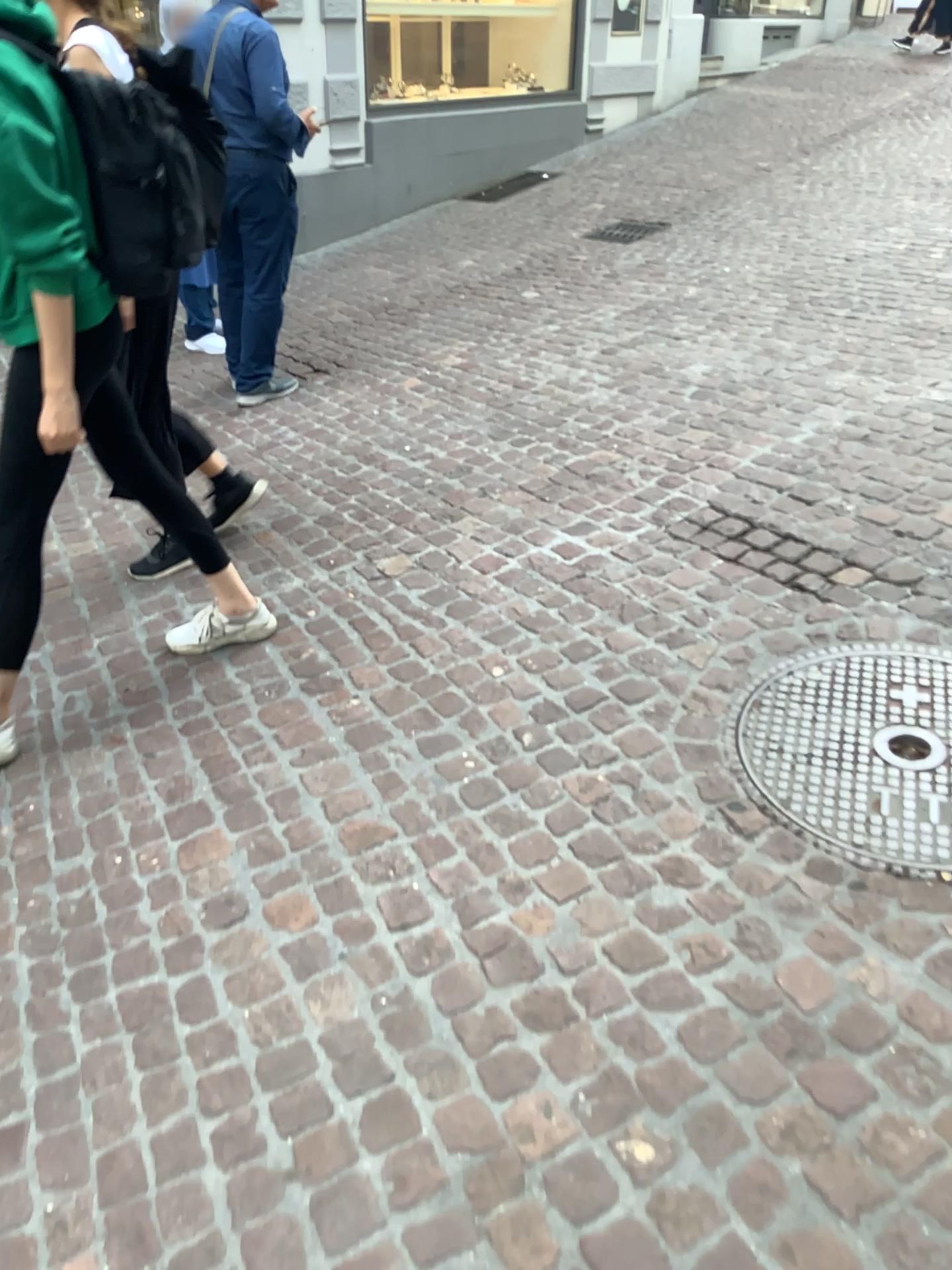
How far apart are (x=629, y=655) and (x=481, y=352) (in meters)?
2.62

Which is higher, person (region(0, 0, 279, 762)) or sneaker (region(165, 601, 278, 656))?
person (region(0, 0, 279, 762))

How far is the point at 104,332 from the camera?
2.12m

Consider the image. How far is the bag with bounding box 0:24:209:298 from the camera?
2.00m

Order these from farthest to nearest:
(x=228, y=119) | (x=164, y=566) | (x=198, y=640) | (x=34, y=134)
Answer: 1. (x=228, y=119)
2. (x=164, y=566)
3. (x=198, y=640)
4. (x=34, y=134)

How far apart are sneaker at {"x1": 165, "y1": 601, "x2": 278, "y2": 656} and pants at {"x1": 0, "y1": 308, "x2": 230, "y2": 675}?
0.5 meters

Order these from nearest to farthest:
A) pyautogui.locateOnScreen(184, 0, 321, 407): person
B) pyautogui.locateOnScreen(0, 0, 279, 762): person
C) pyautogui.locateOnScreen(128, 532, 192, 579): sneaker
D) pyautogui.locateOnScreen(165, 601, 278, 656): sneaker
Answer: pyautogui.locateOnScreen(0, 0, 279, 762): person
pyautogui.locateOnScreen(165, 601, 278, 656): sneaker
pyautogui.locateOnScreen(128, 532, 192, 579): sneaker
pyautogui.locateOnScreen(184, 0, 321, 407): person

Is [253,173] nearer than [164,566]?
No

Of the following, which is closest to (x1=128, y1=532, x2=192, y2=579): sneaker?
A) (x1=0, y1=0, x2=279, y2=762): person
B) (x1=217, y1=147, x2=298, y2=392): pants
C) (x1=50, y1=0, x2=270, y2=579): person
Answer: (x1=50, y1=0, x2=270, y2=579): person

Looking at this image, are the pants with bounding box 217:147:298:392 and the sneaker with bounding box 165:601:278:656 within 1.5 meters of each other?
no
